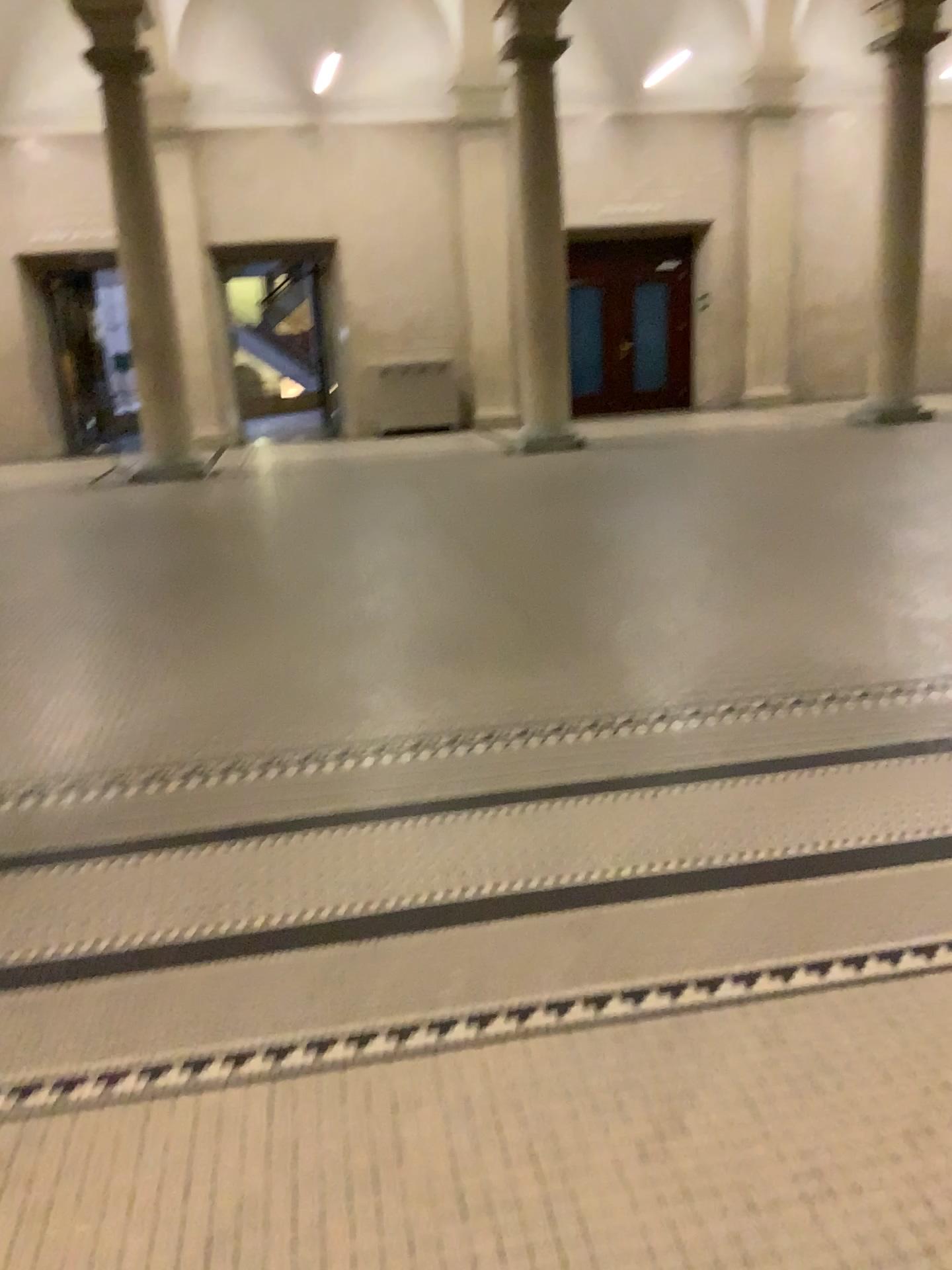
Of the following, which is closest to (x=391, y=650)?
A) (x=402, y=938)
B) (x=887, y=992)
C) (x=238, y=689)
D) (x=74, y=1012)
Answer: (x=238, y=689)
